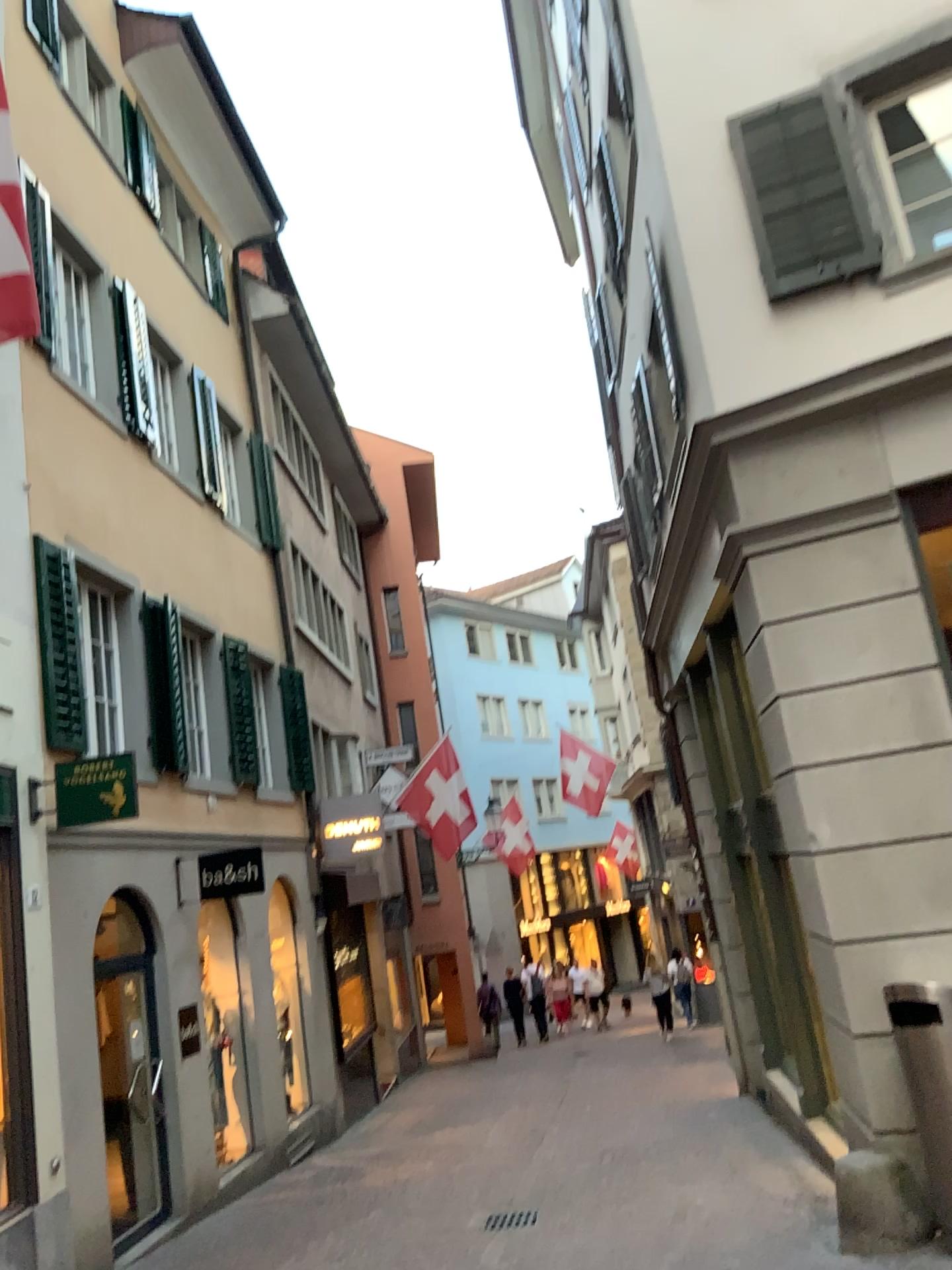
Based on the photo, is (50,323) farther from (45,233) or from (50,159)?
(50,159)
